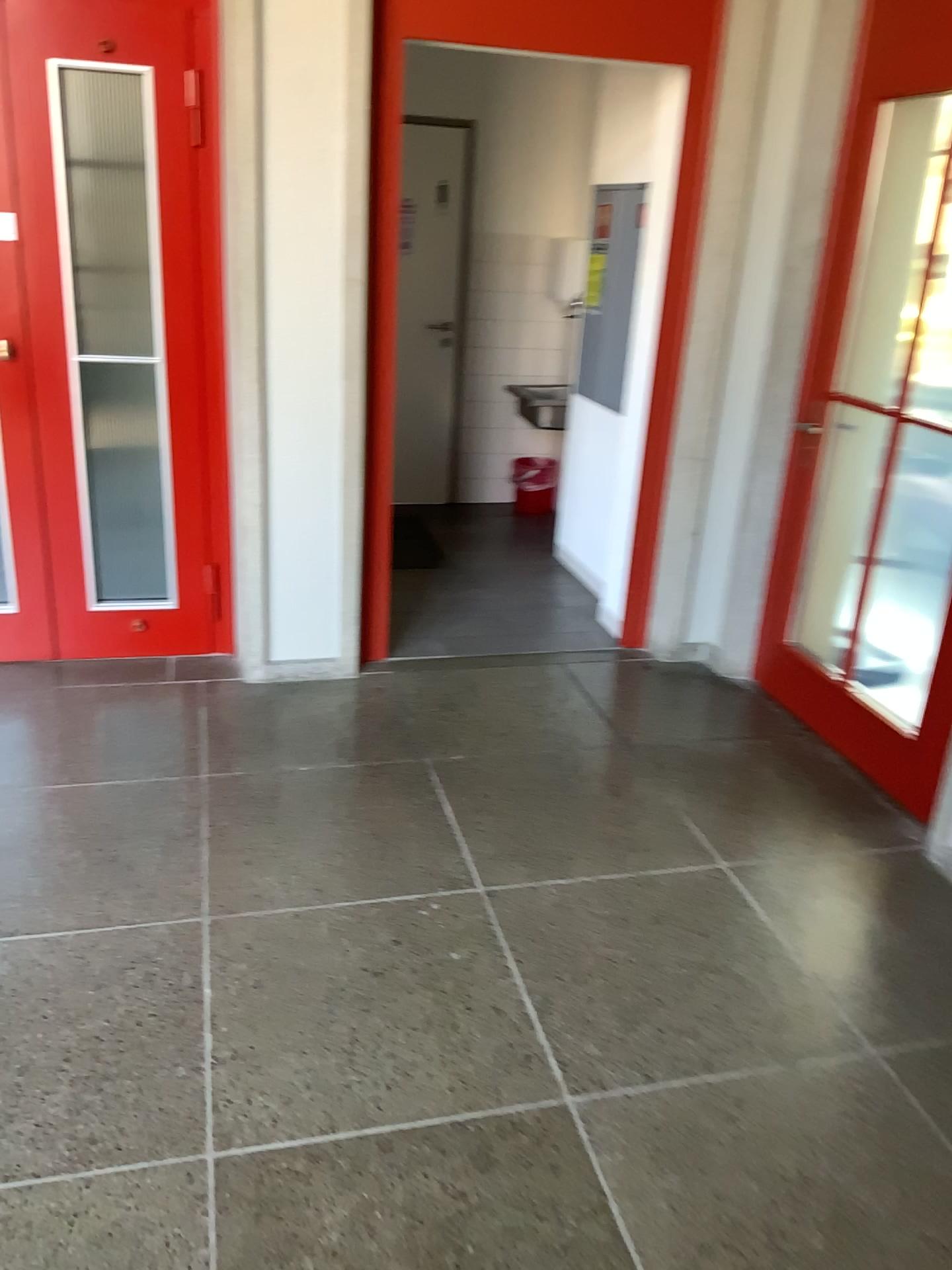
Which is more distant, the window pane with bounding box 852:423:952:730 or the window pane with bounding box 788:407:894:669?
the window pane with bounding box 788:407:894:669

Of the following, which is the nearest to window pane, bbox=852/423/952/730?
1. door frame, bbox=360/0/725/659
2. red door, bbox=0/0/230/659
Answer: door frame, bbox=360/0/725/659

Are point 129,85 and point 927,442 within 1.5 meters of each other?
no

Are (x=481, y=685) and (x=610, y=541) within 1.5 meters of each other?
yes

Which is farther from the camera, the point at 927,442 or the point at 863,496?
the point at 863,496

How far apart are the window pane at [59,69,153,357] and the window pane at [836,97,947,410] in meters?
2.3

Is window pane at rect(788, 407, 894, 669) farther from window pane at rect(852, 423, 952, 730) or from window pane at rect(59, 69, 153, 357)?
window pane at rect(59, 69, 153, 357)

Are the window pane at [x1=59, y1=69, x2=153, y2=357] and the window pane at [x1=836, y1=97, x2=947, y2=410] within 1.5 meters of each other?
no

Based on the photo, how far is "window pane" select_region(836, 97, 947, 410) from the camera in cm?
326

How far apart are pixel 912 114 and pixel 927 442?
1.05m
